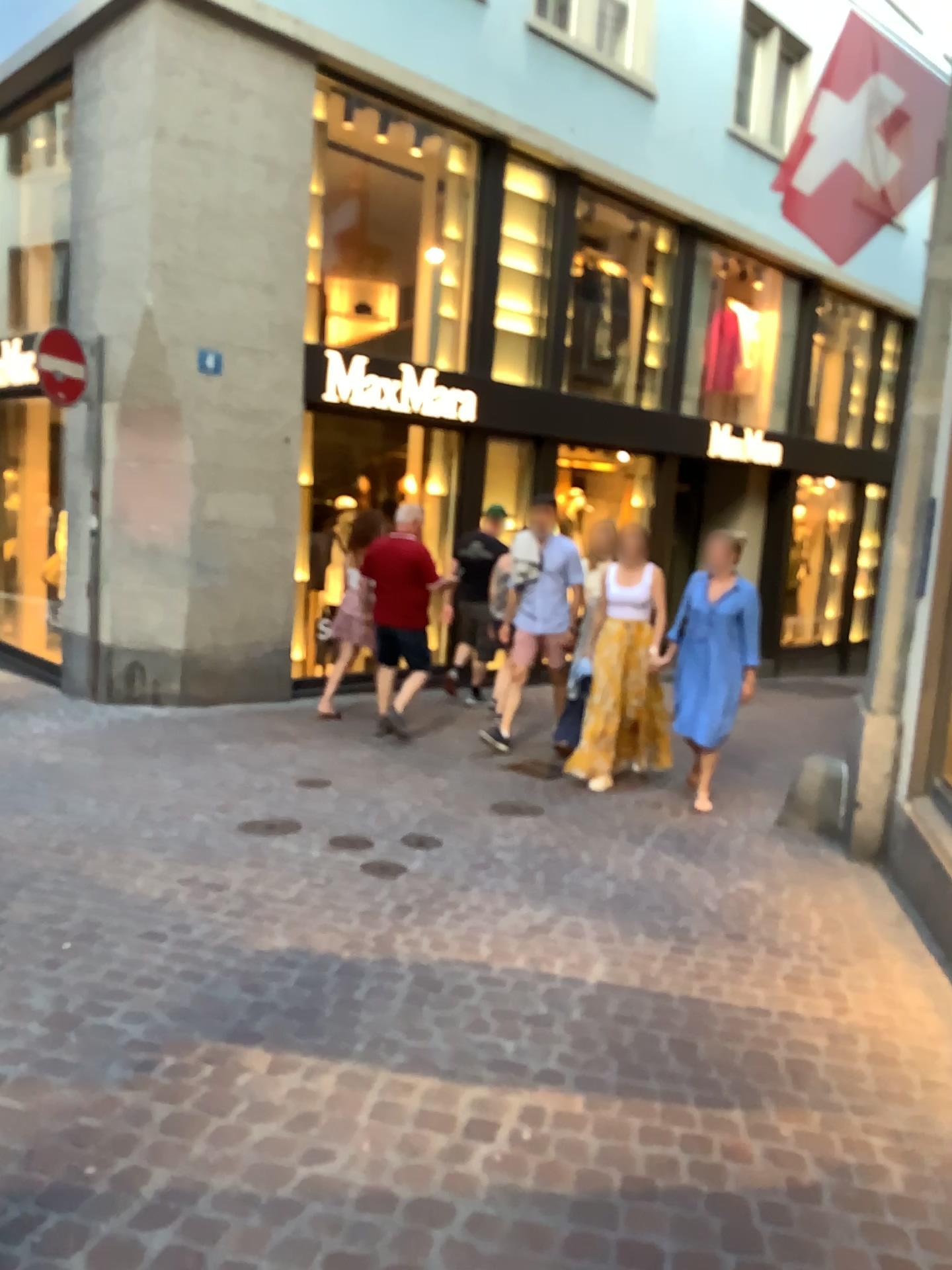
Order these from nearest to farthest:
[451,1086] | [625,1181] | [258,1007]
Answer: [625,1181], [451,1086], [258,1007]
